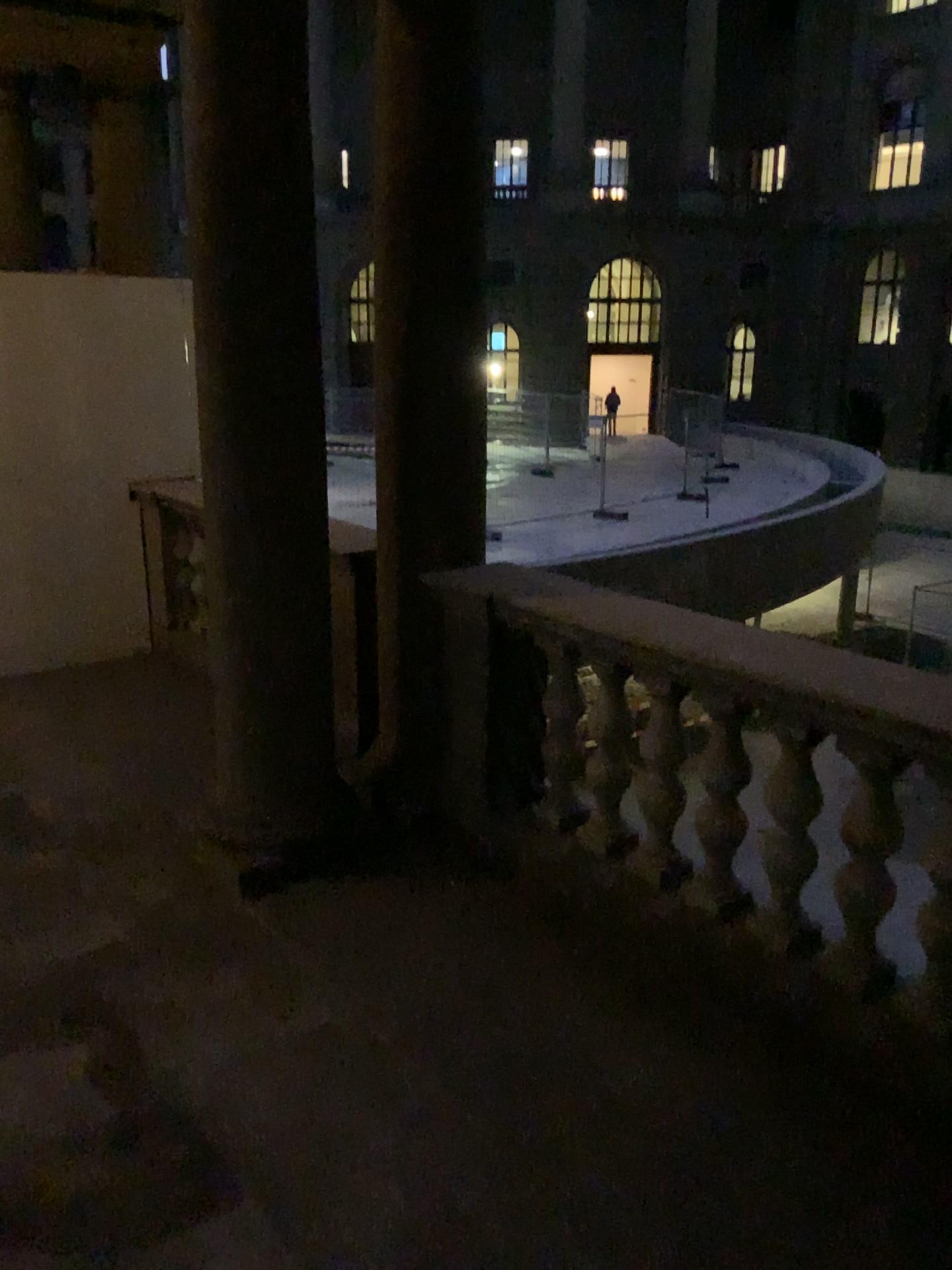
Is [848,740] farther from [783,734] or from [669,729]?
[669,729]

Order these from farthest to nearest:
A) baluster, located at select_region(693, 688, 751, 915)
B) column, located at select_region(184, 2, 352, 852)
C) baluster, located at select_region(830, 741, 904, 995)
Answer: column, located at select_region(184, 2, 352, 852) → baluster, located at select_region(693, 688, 751, 915) → baluster, located at select_region(830, 741, 904, 995)

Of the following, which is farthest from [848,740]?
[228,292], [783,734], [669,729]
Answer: [228,292]

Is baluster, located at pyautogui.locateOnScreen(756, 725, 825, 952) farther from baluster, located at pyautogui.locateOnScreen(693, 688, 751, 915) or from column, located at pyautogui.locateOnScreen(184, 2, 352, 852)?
column, located at pyautogui.locateOnScreen(184, 2, 352, 852)

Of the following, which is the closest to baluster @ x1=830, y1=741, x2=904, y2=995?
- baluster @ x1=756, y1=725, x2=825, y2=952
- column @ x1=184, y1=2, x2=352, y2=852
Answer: baluster @ x1=756, y1=725, x2=825, y2=952

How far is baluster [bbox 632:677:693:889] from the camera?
3.0m

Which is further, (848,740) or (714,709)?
(714,709)

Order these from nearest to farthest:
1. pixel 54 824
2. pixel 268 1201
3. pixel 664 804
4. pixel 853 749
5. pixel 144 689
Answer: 1. pixel 268 1201
2. pixel 853 749
3. pixel 664 804
4. pixel 54 824
5. pixel 144 689

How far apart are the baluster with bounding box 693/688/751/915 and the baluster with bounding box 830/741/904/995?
0.3 meters

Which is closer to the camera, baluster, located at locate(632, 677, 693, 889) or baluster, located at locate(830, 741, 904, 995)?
baluster, located at locate(830, 741, 904, 995)
